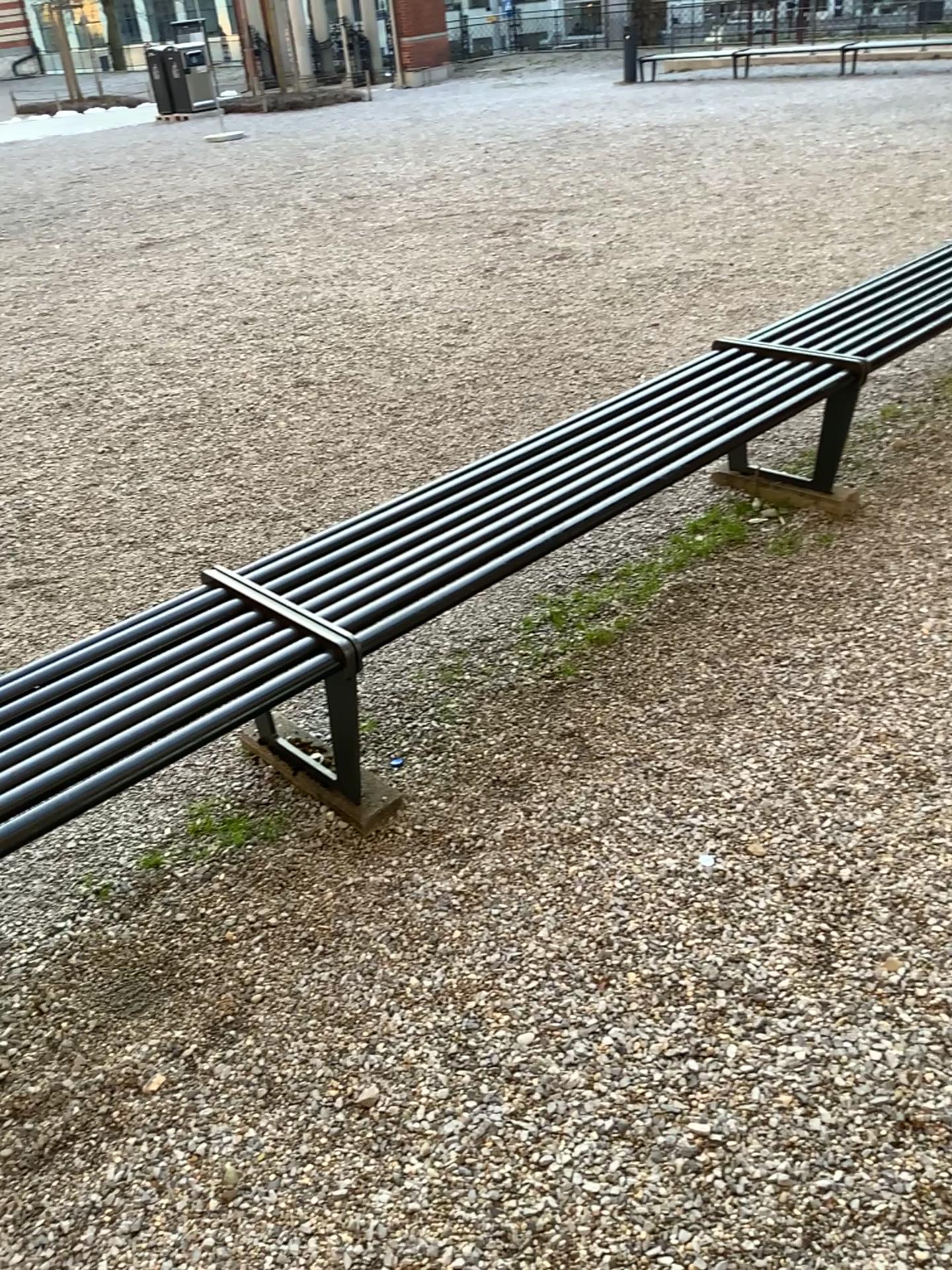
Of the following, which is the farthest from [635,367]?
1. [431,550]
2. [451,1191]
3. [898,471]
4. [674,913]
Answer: [451,1191]

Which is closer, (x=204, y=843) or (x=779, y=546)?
(x=204, y=843)

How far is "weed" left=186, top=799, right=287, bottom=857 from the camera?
2.3m

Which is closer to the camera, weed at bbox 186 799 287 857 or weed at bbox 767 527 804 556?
weed at bbox 186 799 287 857

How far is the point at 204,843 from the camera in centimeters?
234cm
